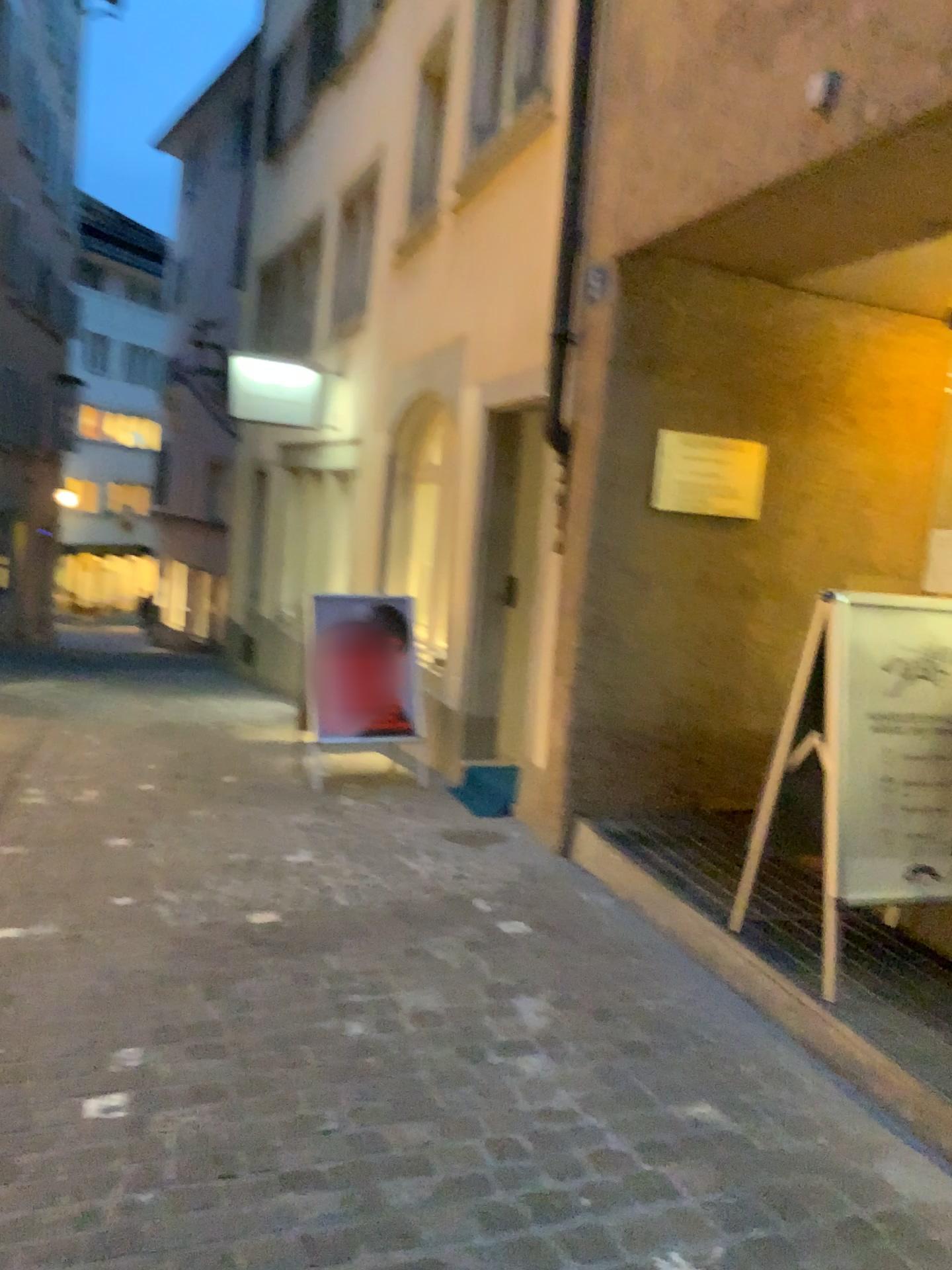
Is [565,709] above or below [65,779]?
above

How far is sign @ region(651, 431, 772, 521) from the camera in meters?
4.5

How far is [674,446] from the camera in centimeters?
449cm
